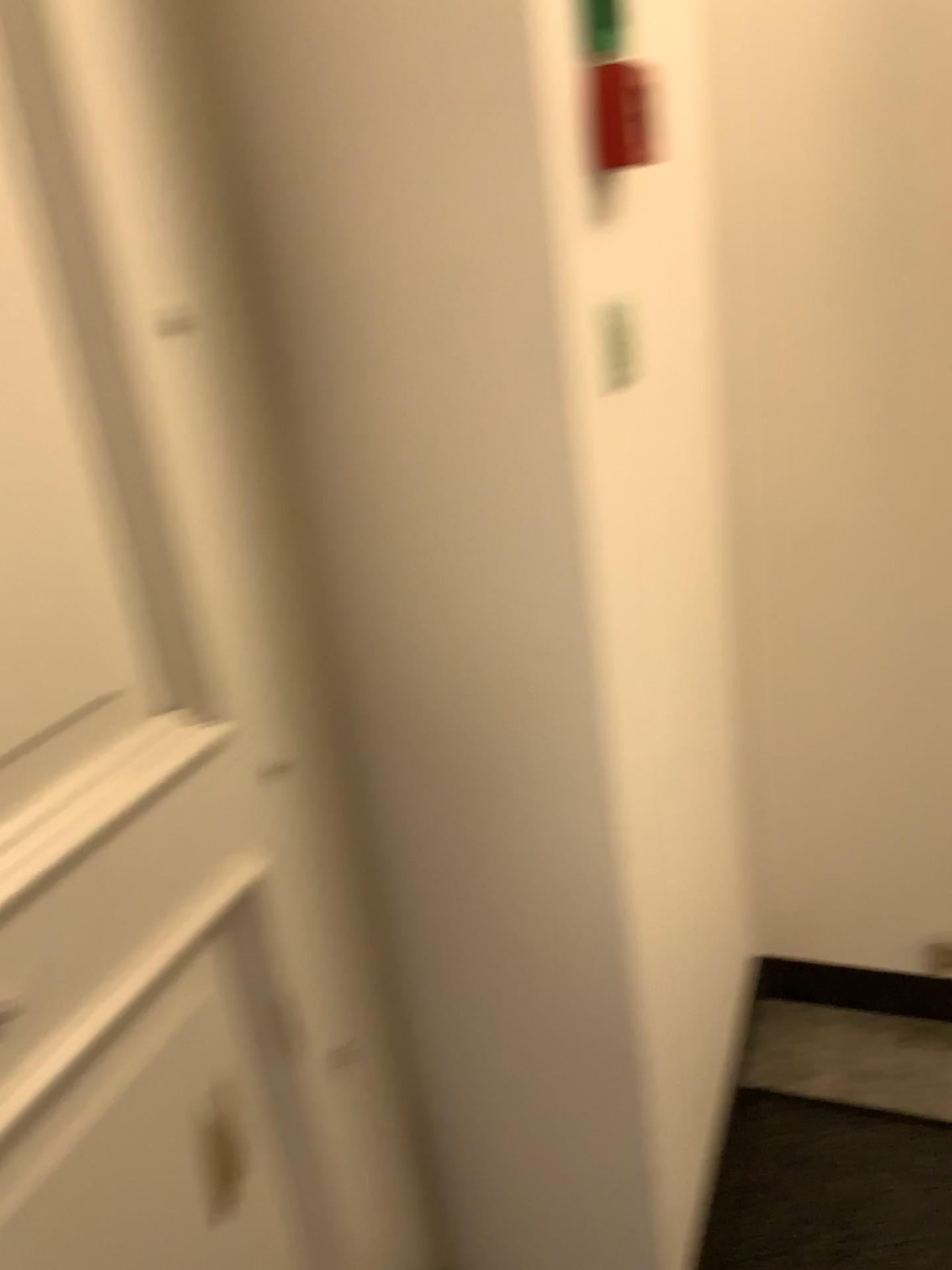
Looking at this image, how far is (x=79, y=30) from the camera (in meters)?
0.74

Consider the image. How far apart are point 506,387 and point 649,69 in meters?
0.4

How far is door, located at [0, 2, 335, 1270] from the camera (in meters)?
0.74
